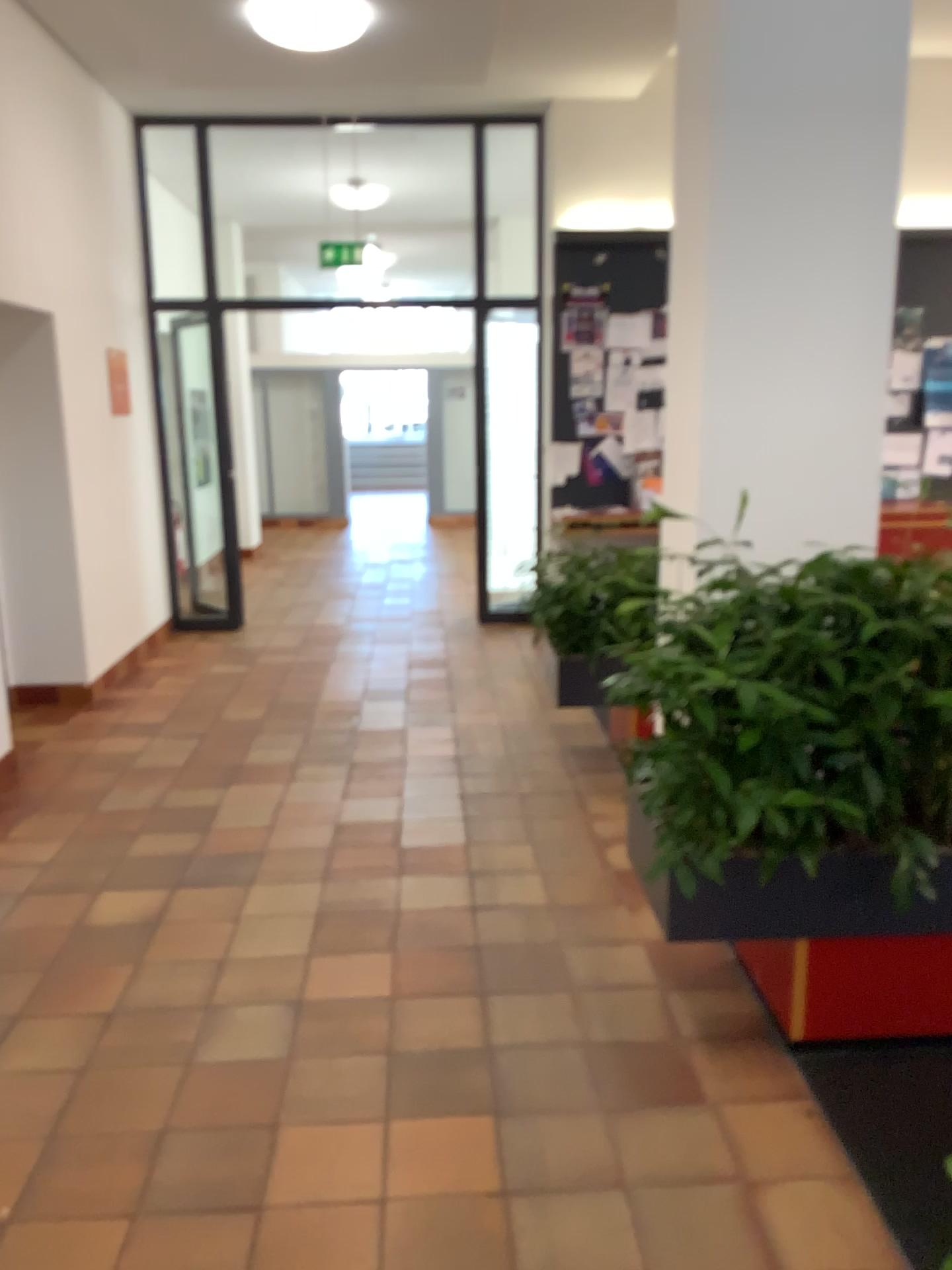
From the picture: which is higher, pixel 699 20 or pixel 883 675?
pixel 699 20

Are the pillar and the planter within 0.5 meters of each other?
no

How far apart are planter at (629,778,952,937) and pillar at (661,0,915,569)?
→ 1.2m

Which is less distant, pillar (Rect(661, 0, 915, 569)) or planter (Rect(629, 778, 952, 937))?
planter (Rect(629, 778, 952, 937))

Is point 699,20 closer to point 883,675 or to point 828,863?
point 883,675

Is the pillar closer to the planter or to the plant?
the plant

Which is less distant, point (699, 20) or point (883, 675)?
point (883, 675)

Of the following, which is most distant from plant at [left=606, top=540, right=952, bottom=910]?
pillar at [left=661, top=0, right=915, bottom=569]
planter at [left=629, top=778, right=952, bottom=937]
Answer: pillar at [left=661, top=0, right=915, bottom=569]

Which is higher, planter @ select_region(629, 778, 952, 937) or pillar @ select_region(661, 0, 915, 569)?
pillar @ select_region(661, 0, 915, 569)

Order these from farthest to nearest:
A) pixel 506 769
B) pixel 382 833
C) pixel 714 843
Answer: pixel 506 769, pixel 382 833, pixel 714 843
